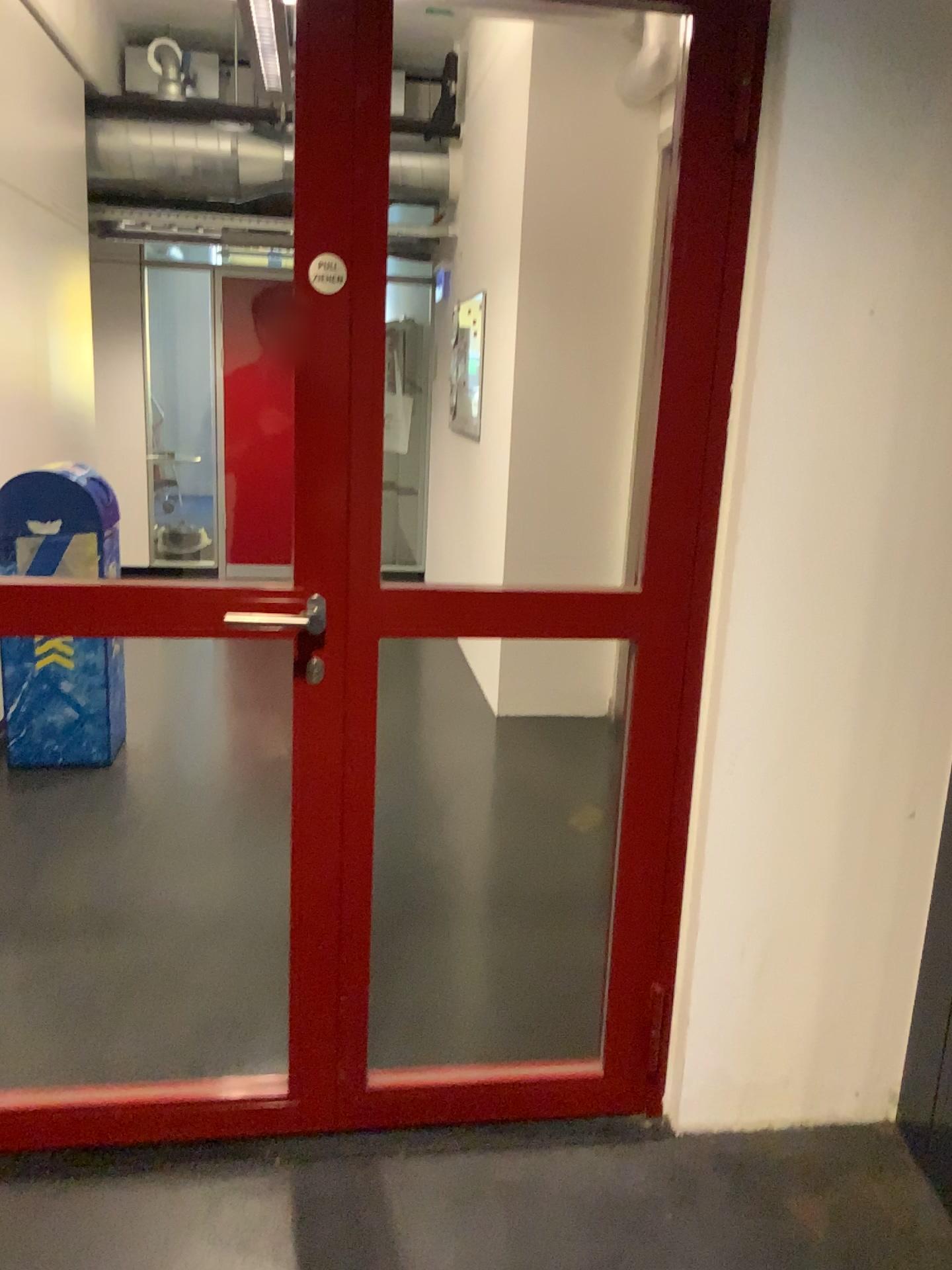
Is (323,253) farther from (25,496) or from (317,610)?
(25,496)

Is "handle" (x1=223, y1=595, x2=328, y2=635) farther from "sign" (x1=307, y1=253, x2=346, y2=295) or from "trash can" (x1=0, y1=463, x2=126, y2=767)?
"trash can" (x1=0, y1=463, x2=126, y2=767)

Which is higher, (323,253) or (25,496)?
(323,253)

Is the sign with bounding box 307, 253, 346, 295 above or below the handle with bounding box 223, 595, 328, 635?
above

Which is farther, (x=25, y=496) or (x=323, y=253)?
(x=25, y=496)

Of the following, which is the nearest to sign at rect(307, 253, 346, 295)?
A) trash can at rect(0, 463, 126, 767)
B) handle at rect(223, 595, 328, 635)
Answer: handle at rect(223, 595, 328, 635)

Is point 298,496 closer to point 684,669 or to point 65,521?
point 684,669

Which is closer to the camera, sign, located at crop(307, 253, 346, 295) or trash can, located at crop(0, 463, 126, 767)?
sign, located at crop(307, 253, 346, 295)

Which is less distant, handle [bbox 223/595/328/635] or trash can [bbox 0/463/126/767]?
handle [bbox 223/595/328/635]
